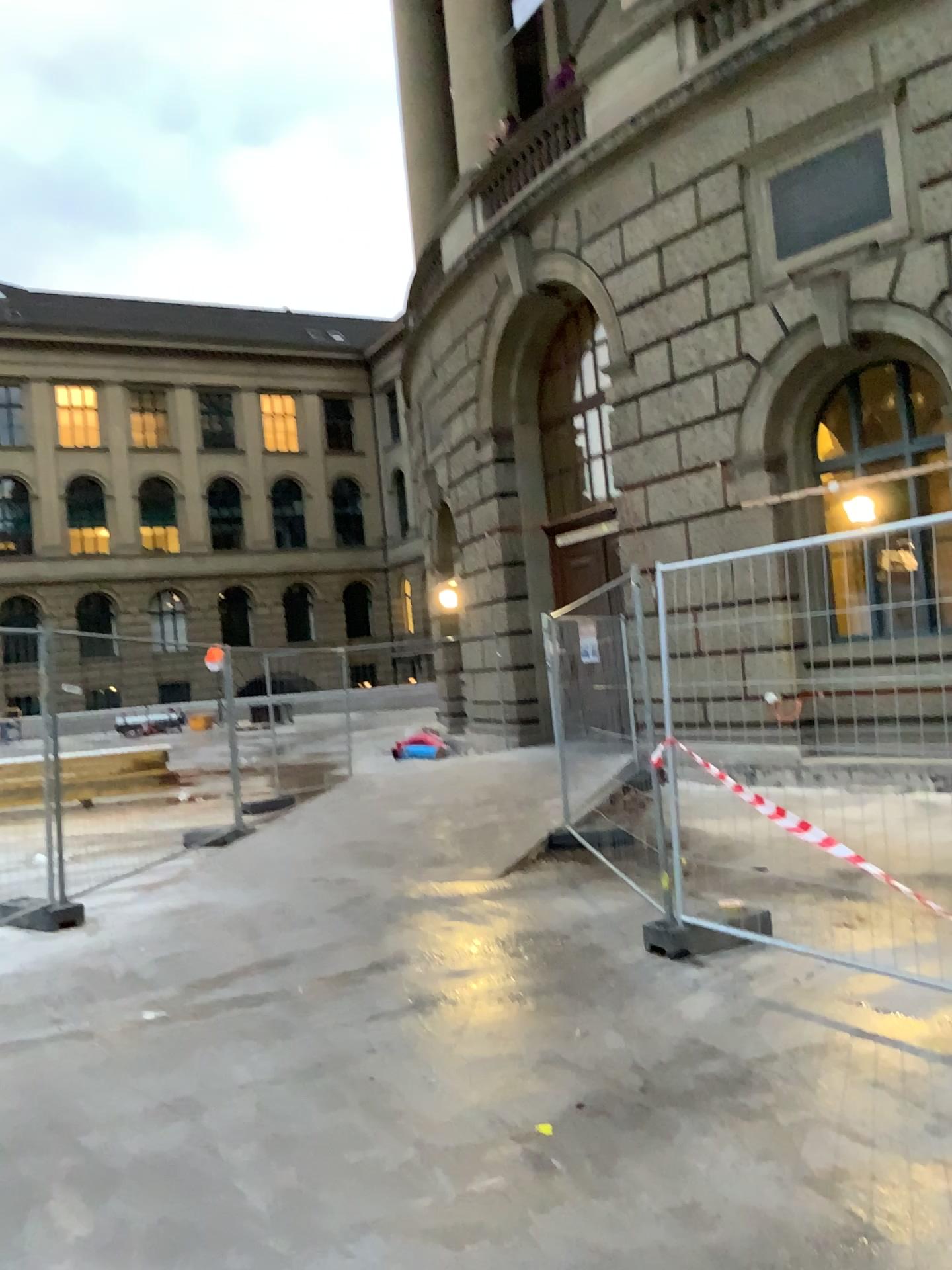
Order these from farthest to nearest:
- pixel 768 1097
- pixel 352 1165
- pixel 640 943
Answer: pixel 640 943
pixel 768 1097
pixel 352 1165
